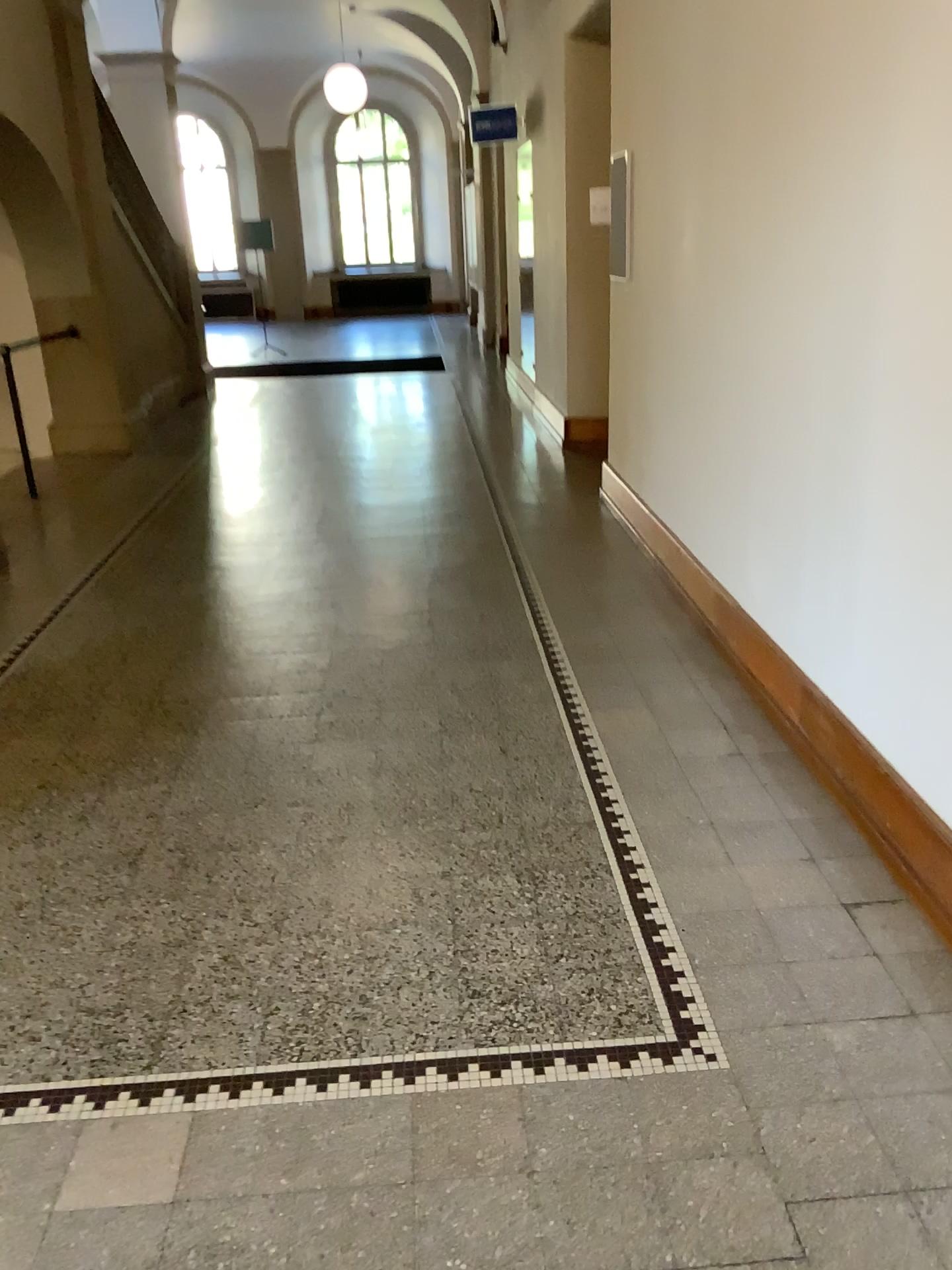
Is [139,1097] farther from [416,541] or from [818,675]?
[416,541]
